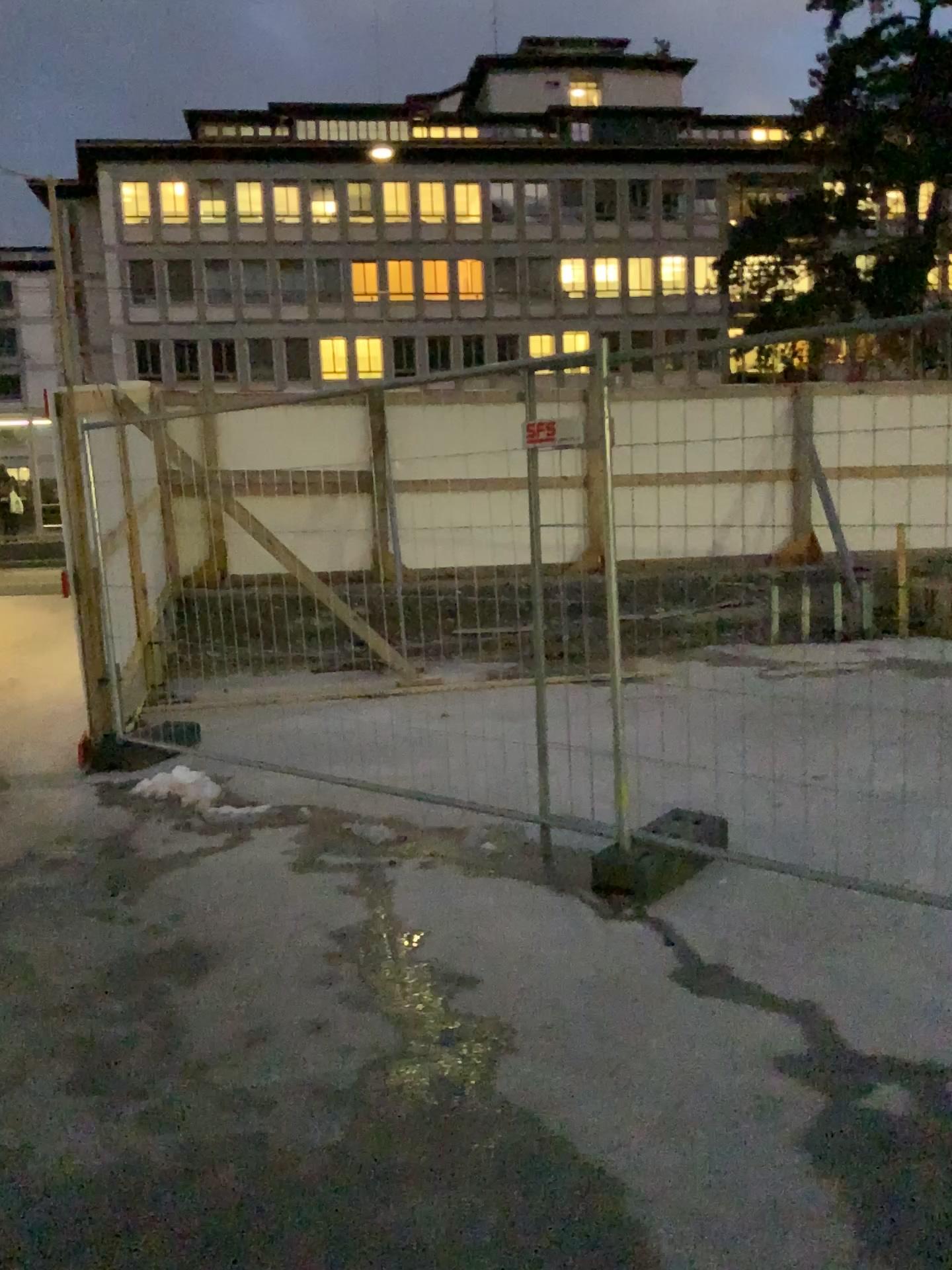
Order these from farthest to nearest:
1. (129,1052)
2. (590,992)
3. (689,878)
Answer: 1. (689,878)
2. (590,992)
3. (129,1052)
